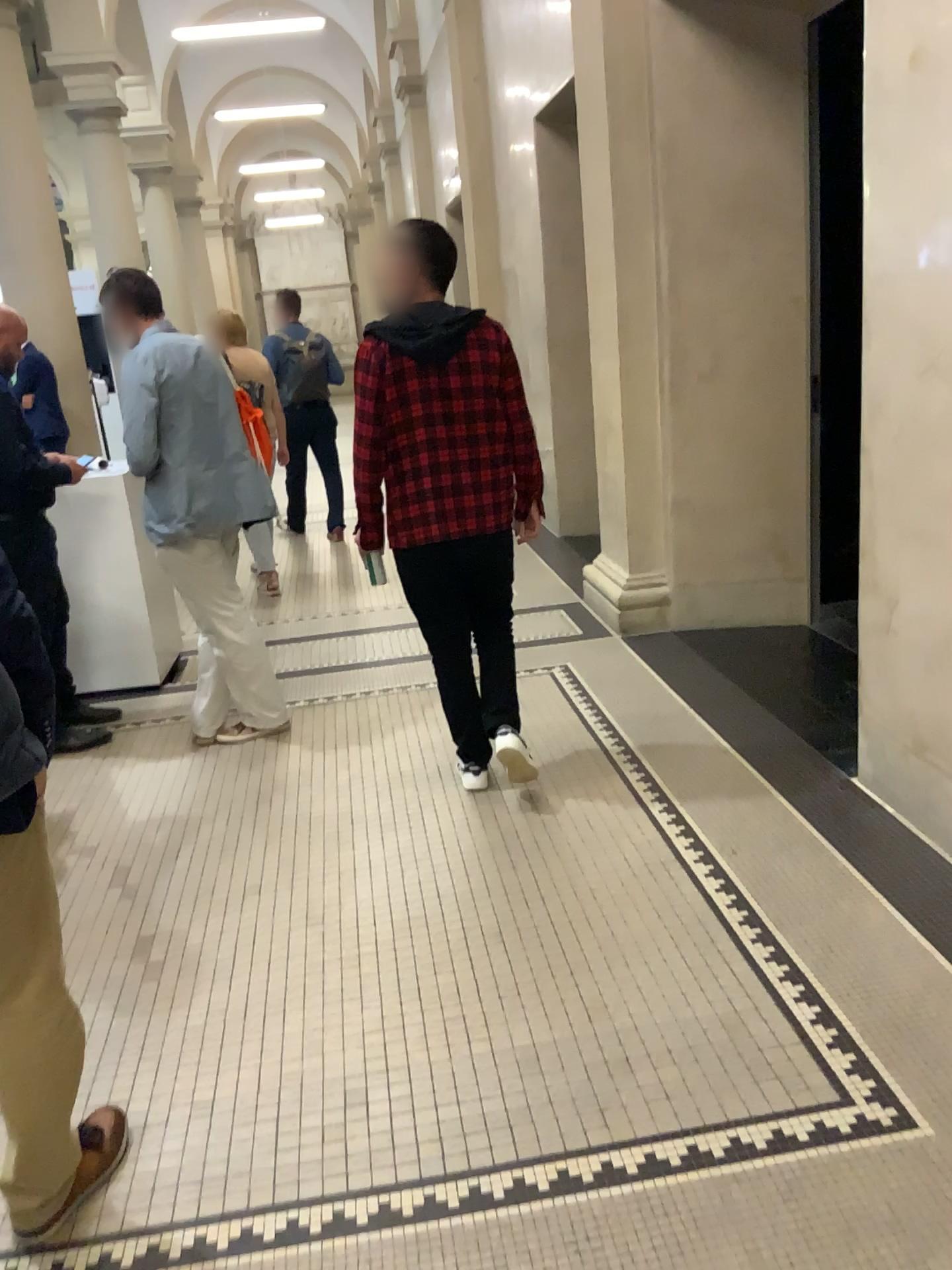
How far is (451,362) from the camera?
3.1 meters

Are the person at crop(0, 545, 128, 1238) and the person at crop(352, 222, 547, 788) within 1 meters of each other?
no

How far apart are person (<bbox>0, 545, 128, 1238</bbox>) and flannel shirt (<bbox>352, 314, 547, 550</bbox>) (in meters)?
1.71

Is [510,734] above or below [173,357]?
below

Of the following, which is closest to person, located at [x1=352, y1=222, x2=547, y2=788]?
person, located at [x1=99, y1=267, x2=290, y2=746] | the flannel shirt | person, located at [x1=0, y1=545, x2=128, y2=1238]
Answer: the flannel shirt

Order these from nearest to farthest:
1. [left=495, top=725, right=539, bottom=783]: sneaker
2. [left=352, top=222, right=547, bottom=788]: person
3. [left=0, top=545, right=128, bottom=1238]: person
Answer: [left=0, top=545, right=128, bottom=1238]: person < [left=352, top=222, right=547, bottom=788]: person < [left=495, top=725, right=539, bottom=783]: sneaker

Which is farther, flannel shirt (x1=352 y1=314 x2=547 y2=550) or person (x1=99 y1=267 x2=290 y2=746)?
person (x1=99 y1=267 x2=290 y2=746)

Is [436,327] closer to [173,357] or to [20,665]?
[173,357]

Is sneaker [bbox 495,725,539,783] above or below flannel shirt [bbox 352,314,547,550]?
below

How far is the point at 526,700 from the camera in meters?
4.4
